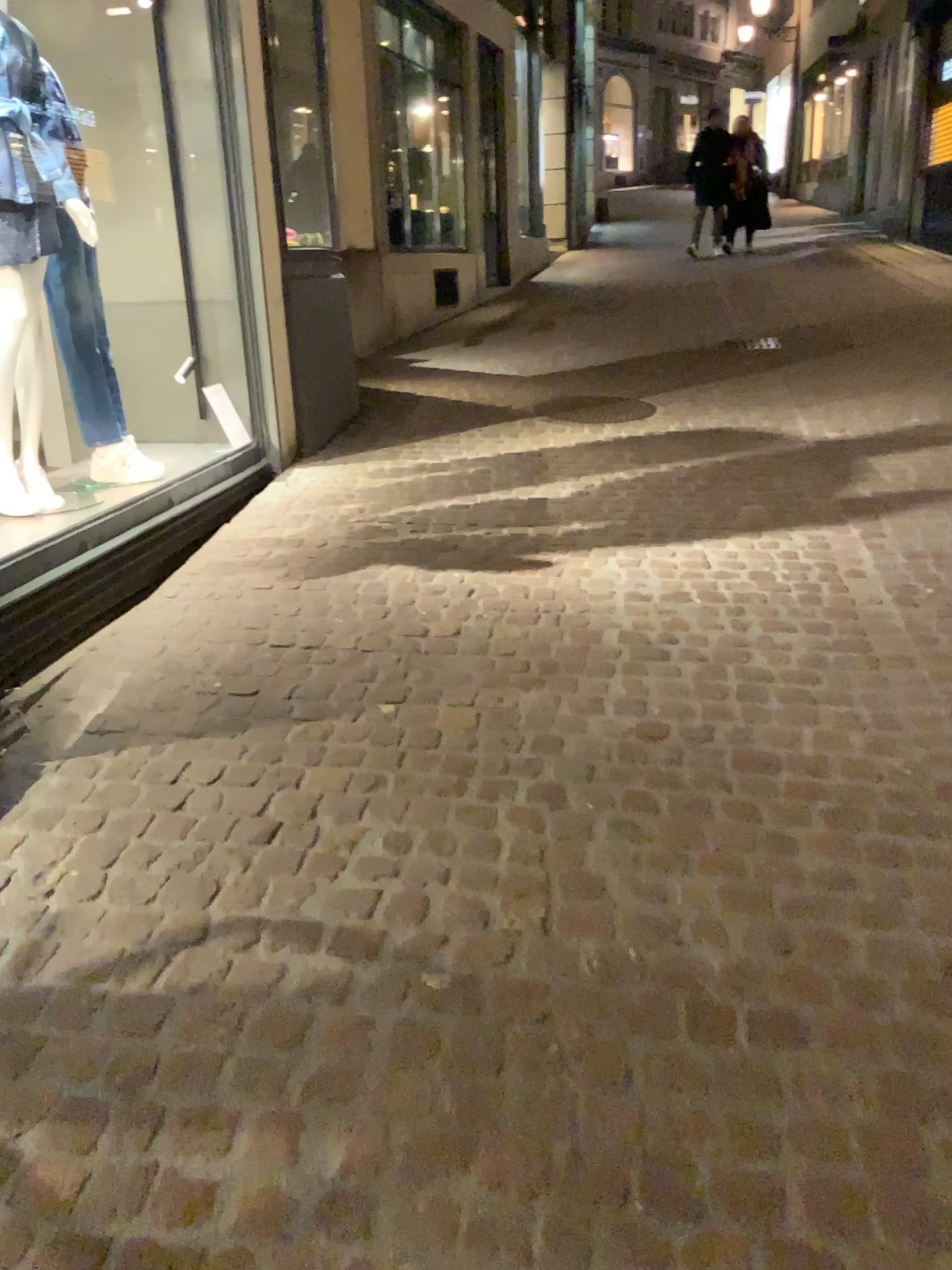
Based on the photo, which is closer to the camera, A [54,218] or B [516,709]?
B [516,709]

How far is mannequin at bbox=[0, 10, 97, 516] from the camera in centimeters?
330cm

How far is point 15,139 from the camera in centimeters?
330cm
